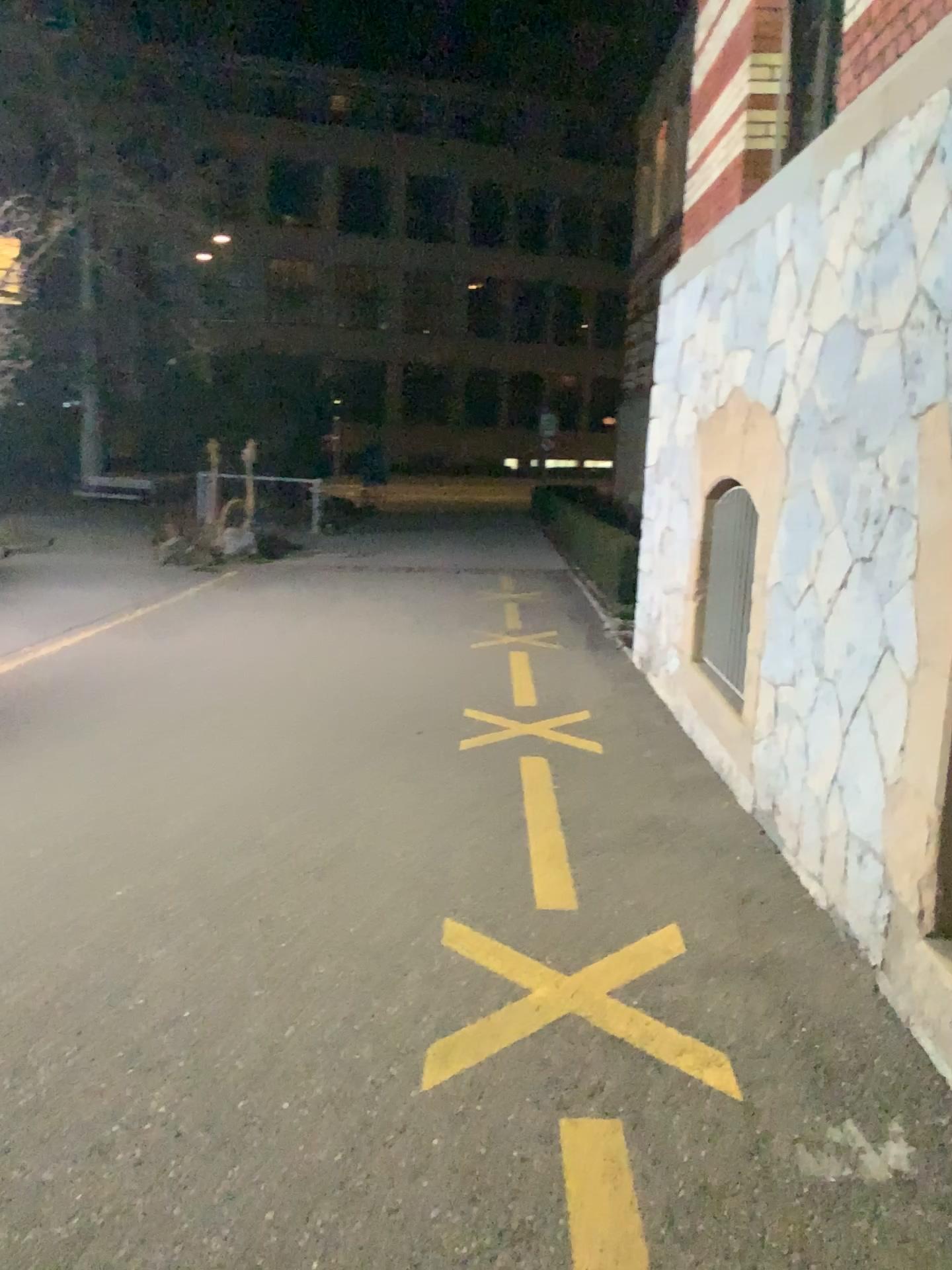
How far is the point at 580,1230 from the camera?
1.8 meters

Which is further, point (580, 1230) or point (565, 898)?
point (565, 898)

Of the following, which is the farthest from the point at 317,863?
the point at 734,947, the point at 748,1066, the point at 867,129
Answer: the point at 867,129

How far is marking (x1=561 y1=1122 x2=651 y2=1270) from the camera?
1.8m

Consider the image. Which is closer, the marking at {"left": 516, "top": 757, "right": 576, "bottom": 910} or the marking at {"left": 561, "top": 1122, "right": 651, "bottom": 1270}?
the marking at {"left": 561, "top": 1122, "right": 651, "bottom": 1270}
